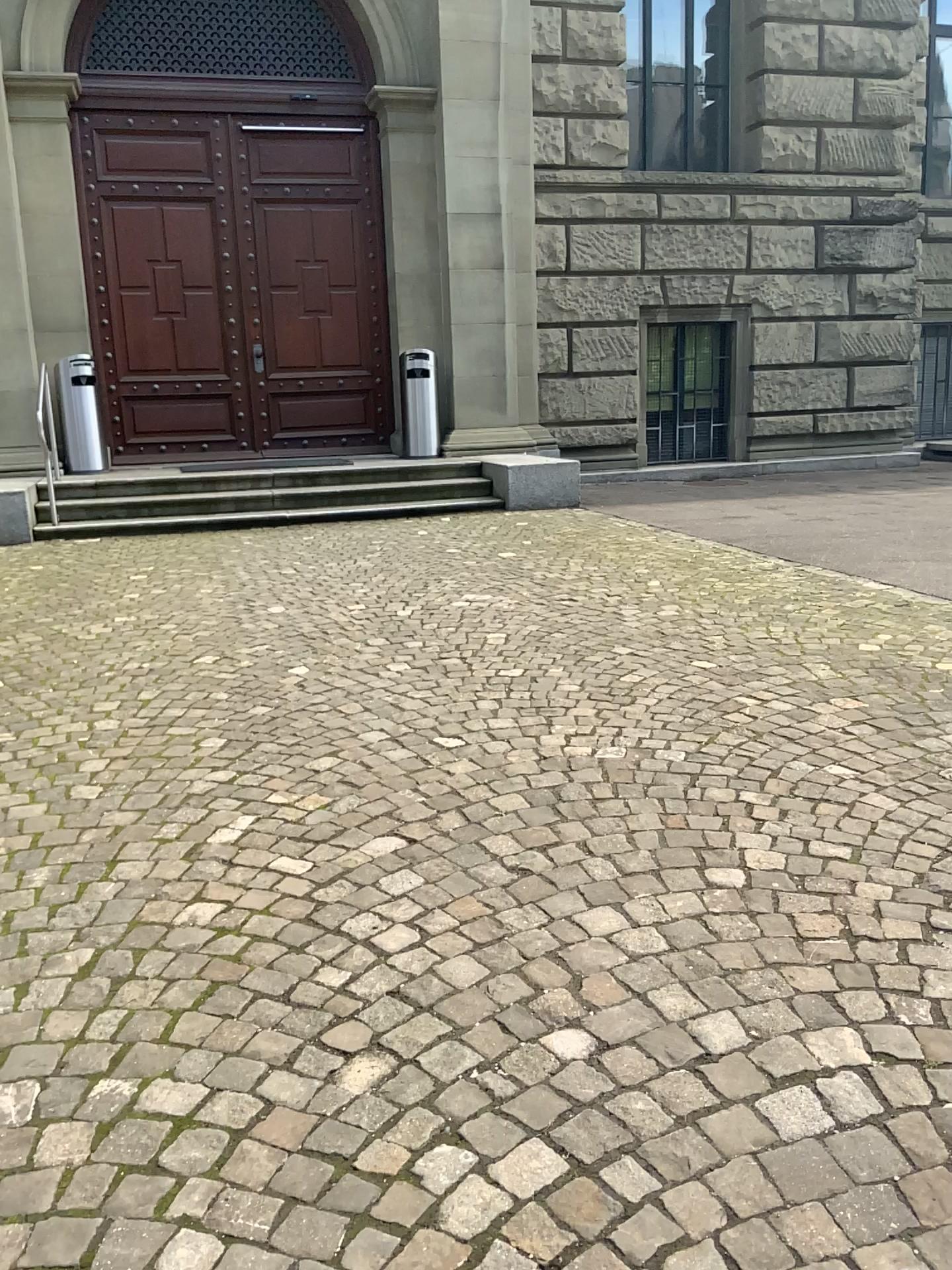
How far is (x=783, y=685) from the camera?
4.15m
